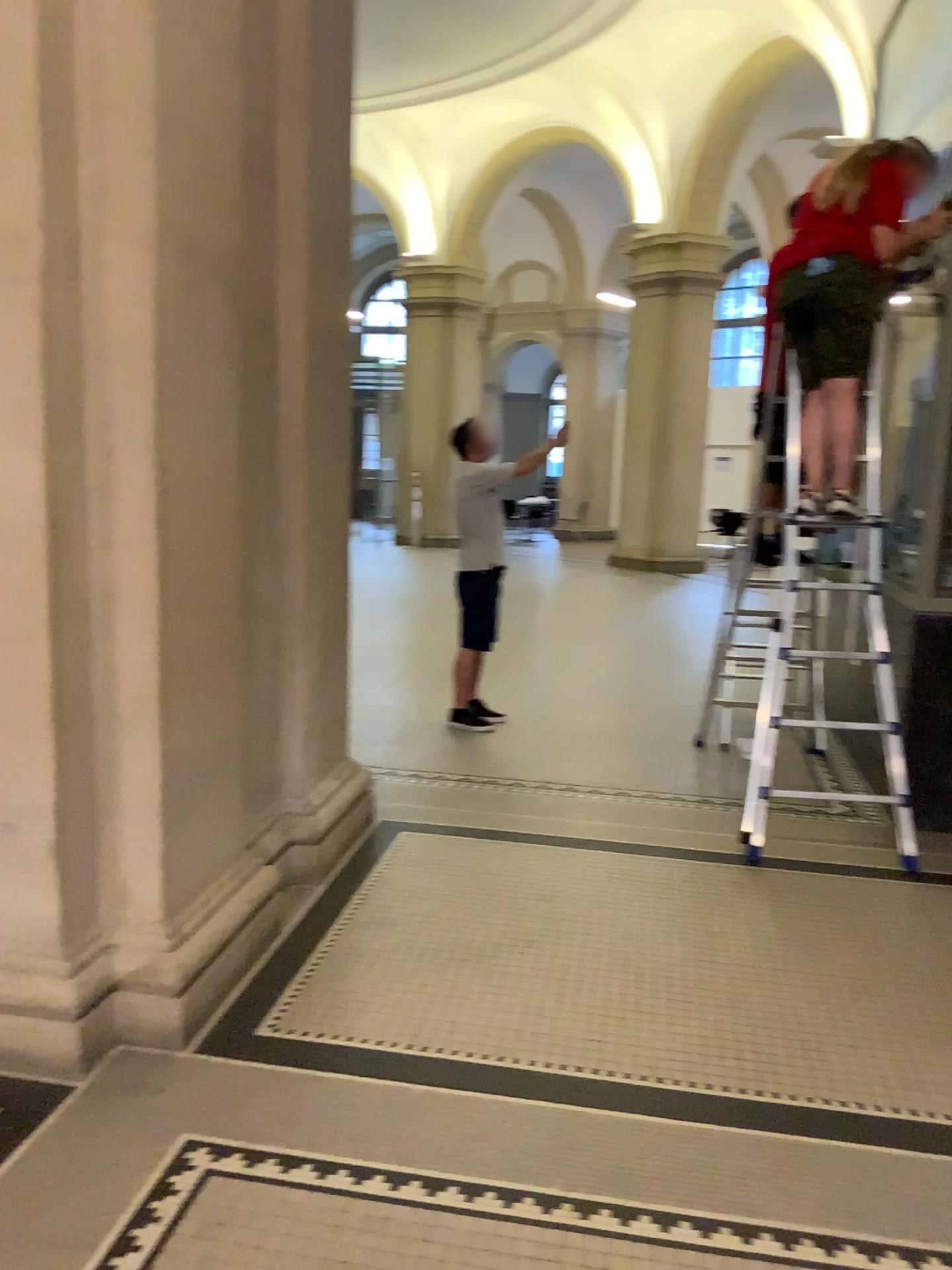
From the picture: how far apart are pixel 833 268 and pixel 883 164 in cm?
43

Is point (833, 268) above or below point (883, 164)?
below

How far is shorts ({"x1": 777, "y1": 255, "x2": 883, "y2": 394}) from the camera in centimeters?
410cm

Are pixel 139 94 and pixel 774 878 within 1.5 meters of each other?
no

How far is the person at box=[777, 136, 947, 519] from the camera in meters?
4.1

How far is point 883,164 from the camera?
4.1 meters
